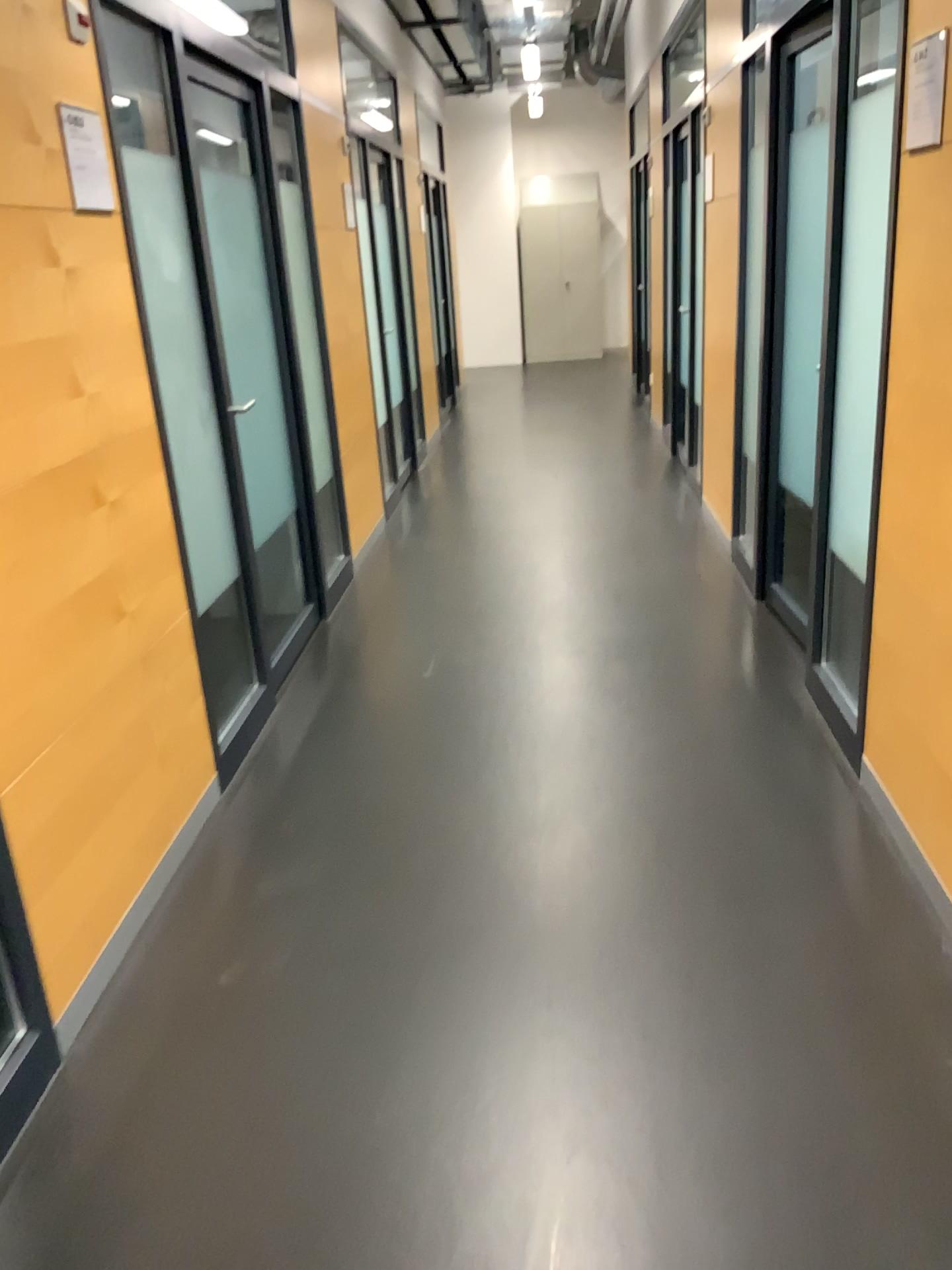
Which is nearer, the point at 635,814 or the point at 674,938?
the point at 674,938

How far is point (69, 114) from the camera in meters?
2.3

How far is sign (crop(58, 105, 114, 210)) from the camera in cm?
226
